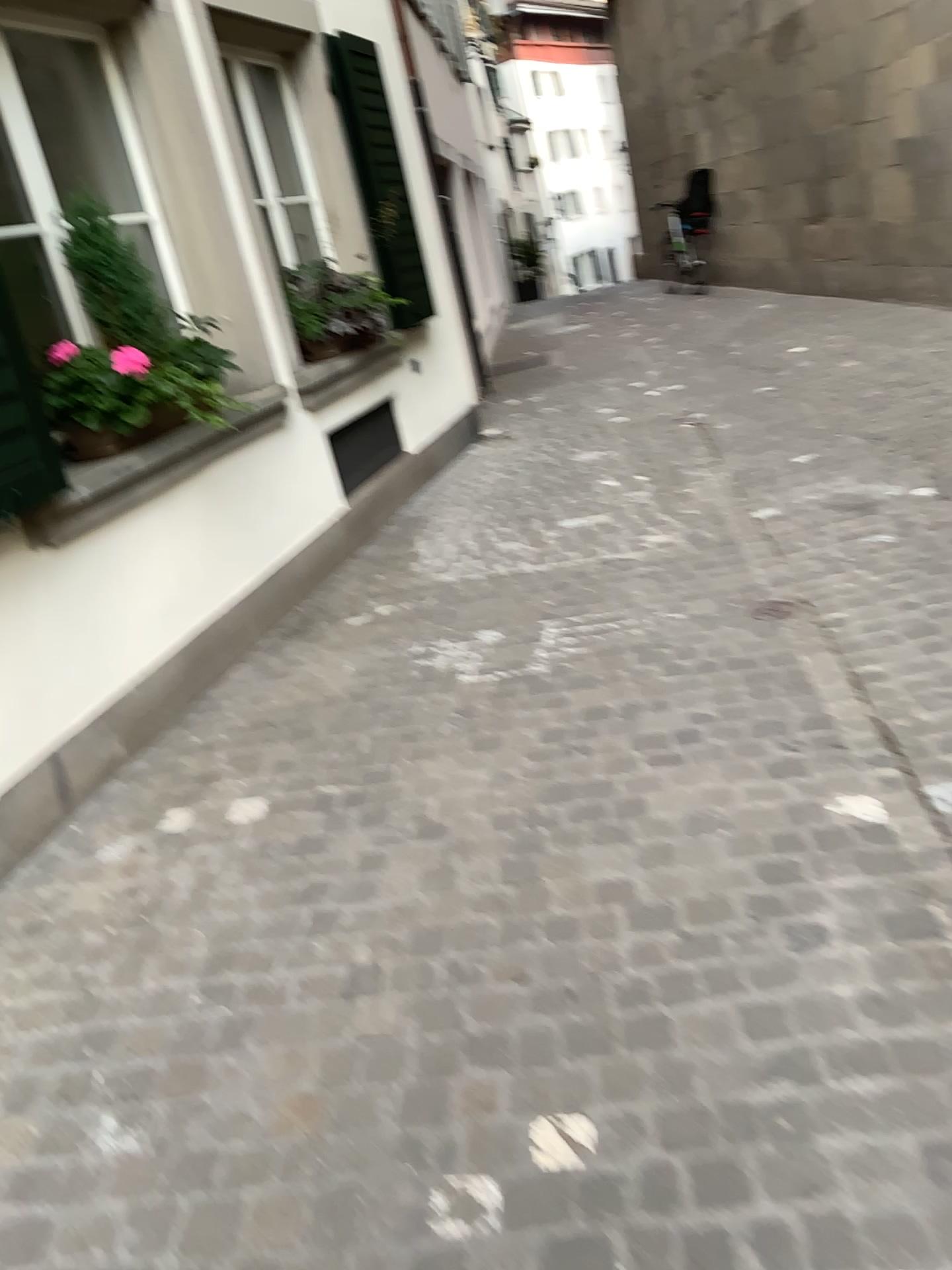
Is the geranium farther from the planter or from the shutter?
the shutter

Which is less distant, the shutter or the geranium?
the shutter

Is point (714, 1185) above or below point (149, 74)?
below

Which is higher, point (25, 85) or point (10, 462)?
point (25, 85)

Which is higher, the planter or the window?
the window

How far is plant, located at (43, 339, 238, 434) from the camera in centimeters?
338cm

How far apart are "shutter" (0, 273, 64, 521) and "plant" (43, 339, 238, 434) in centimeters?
26cm

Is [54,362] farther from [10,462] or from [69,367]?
[10,462]

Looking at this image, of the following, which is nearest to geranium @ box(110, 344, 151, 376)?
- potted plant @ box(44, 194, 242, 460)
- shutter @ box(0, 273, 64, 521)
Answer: potted plant @ box(44, 194, 242, 460)

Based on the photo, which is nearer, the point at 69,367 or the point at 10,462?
the point at 10,462
